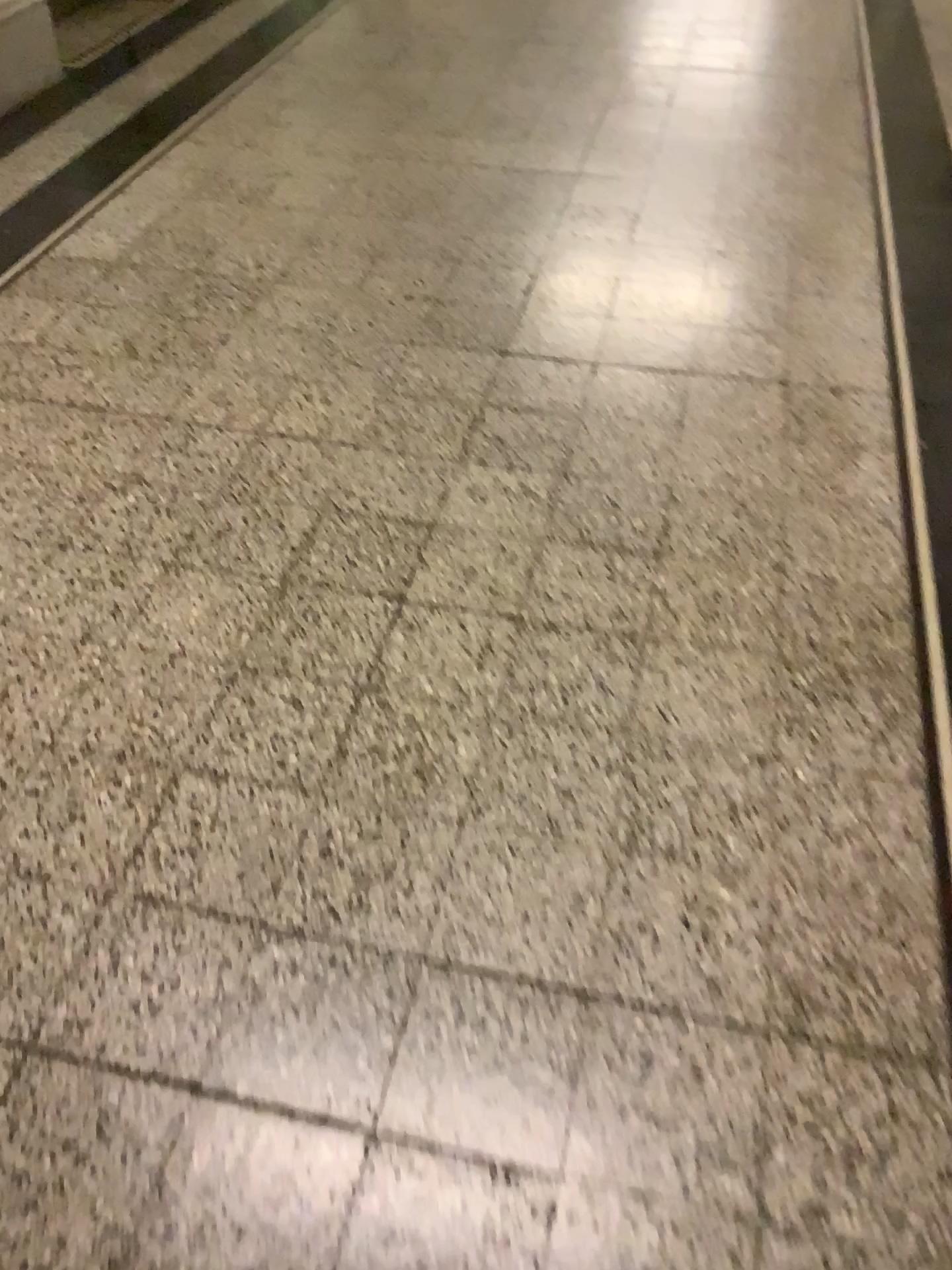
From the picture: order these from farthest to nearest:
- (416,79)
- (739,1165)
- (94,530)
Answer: (416,79) → (94,530) → (739,1165)
